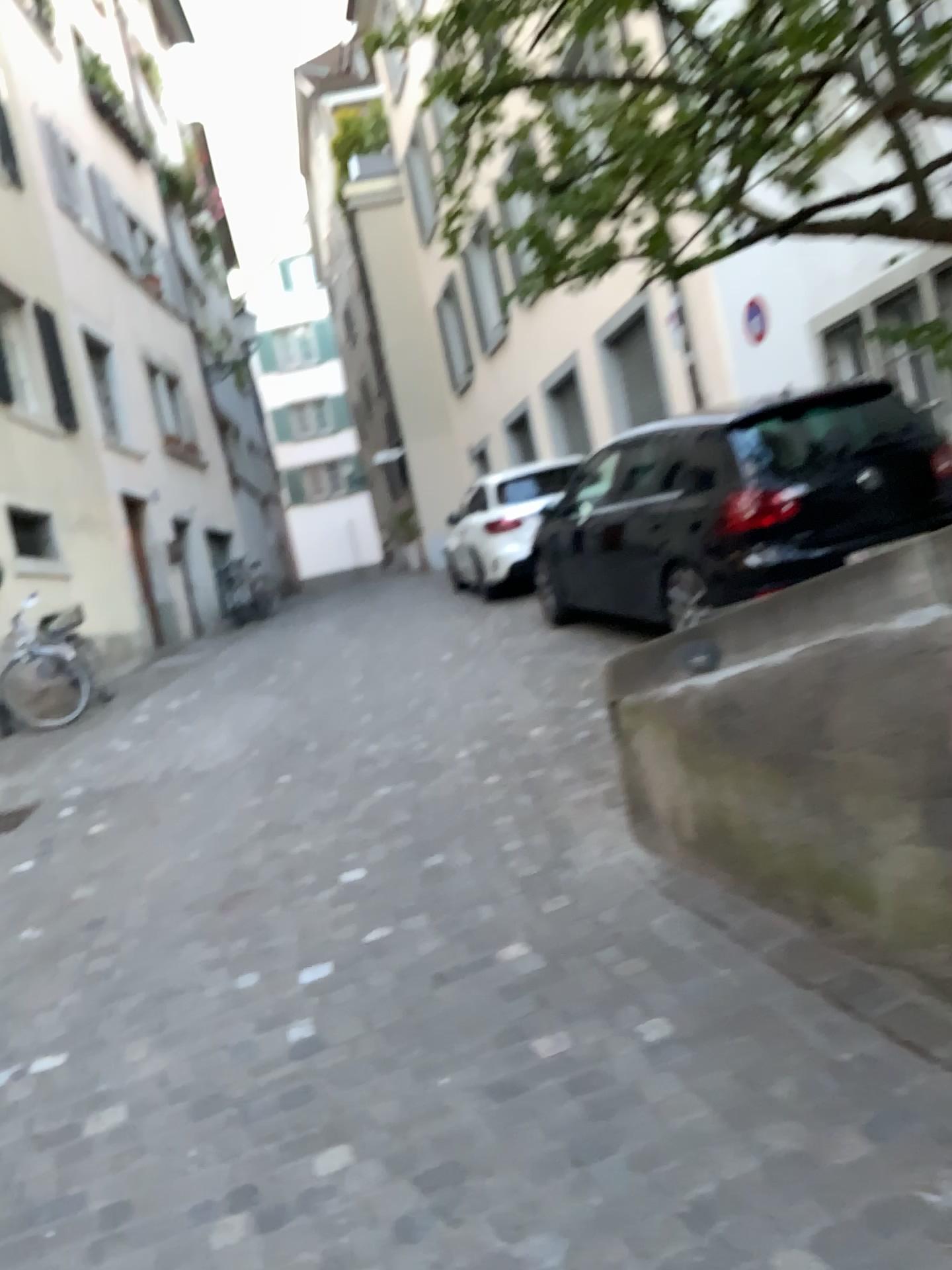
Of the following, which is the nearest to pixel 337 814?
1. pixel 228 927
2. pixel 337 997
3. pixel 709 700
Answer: pixel 228 927
